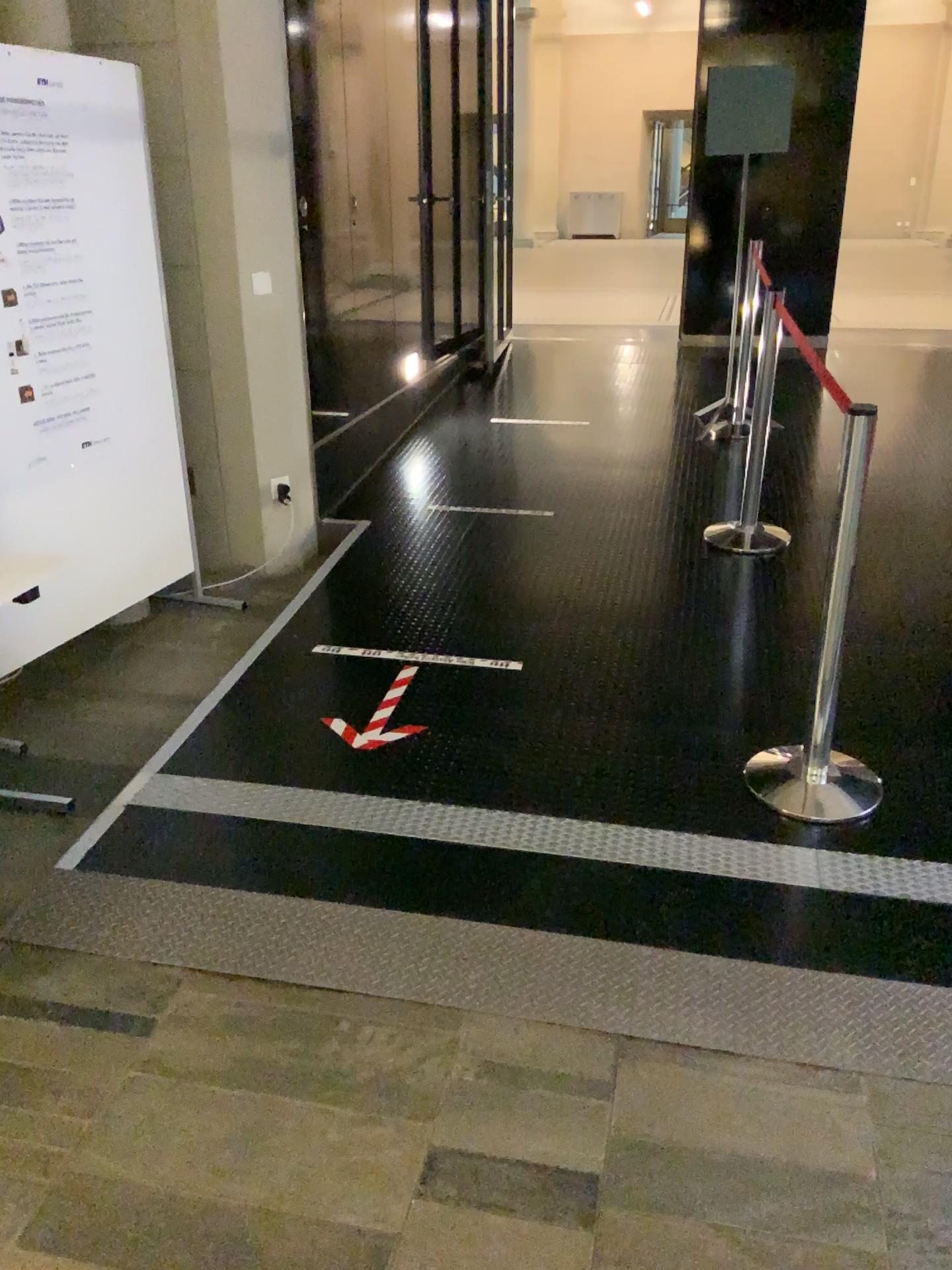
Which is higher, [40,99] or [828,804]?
[40,99]

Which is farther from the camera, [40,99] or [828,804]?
[40,99]

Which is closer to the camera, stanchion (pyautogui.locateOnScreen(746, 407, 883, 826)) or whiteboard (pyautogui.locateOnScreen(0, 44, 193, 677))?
stanchion (pyautogui.locateOnScreen(746, 407, 883, 826))

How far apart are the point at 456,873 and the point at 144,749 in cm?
113
